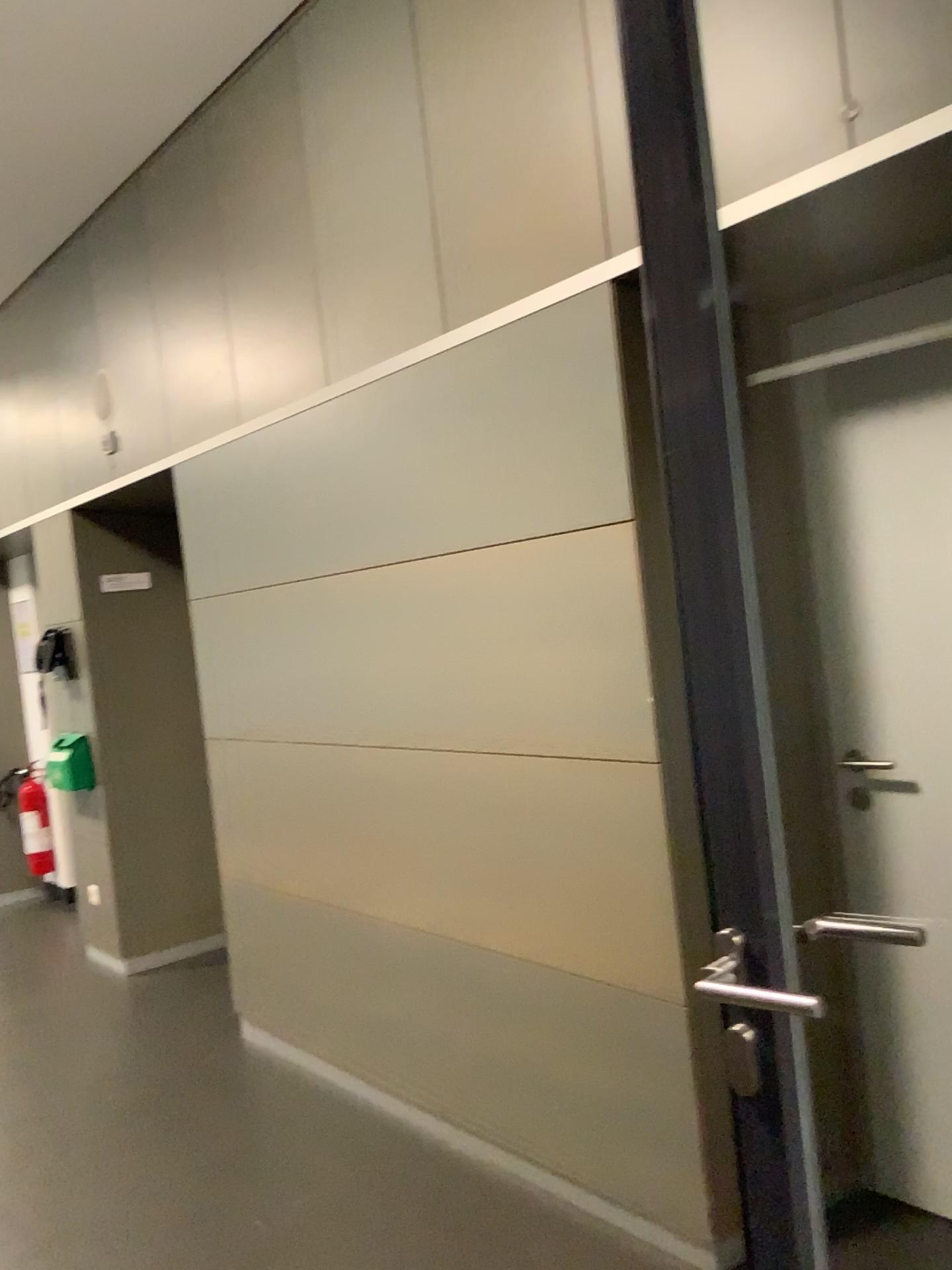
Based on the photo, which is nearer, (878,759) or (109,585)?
(878,759)

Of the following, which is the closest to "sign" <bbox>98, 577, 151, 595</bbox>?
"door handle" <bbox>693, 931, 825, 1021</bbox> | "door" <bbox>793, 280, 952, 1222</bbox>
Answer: "door" <bbox>793, 280, 952, 1222</bbox>

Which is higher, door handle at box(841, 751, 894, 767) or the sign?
the sign

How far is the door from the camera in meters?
2.2 m

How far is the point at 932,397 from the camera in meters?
2.2

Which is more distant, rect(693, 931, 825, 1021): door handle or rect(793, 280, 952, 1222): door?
rect(793, 280, 952, 1222): door

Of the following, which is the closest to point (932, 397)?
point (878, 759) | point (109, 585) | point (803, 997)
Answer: point (878, 759)

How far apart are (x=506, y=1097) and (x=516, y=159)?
2.2m

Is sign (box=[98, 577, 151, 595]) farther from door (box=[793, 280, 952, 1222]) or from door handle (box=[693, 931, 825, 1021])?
door handle (box=[693, 931, 825, 1021])

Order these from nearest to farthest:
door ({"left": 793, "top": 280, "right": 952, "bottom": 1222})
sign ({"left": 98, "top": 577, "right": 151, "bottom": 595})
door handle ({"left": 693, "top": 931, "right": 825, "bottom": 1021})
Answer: door handle ({"left": 693, "top": 931, "right": 825, "bottom": 1021}) < door ({"left": 793, "top": 280, "right": 952, "bottom": 1222}) < sign ({"left": 98, "top": 577, "right": 151, "bottom": 595})
